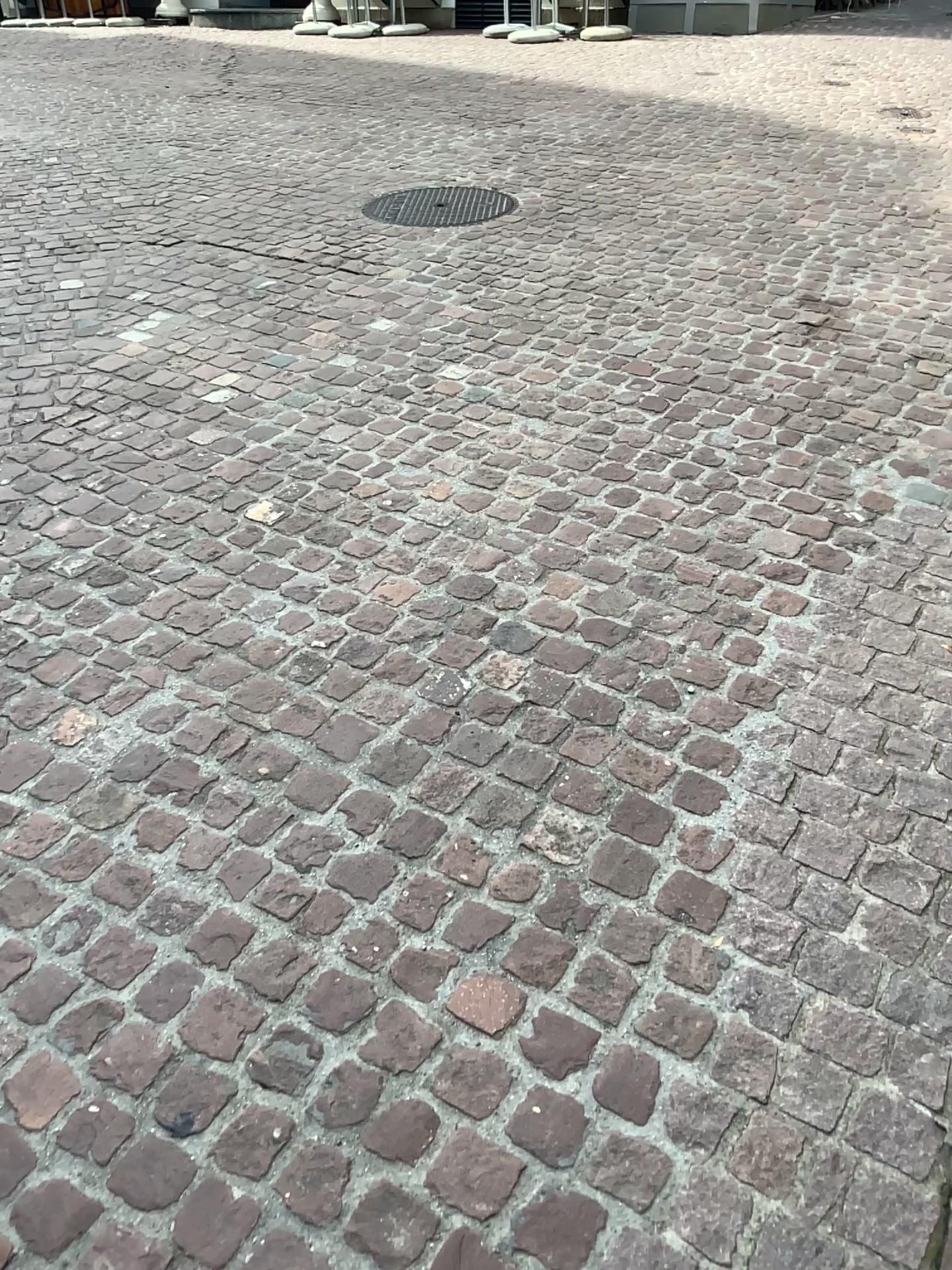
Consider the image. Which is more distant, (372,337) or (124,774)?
(372,337)
